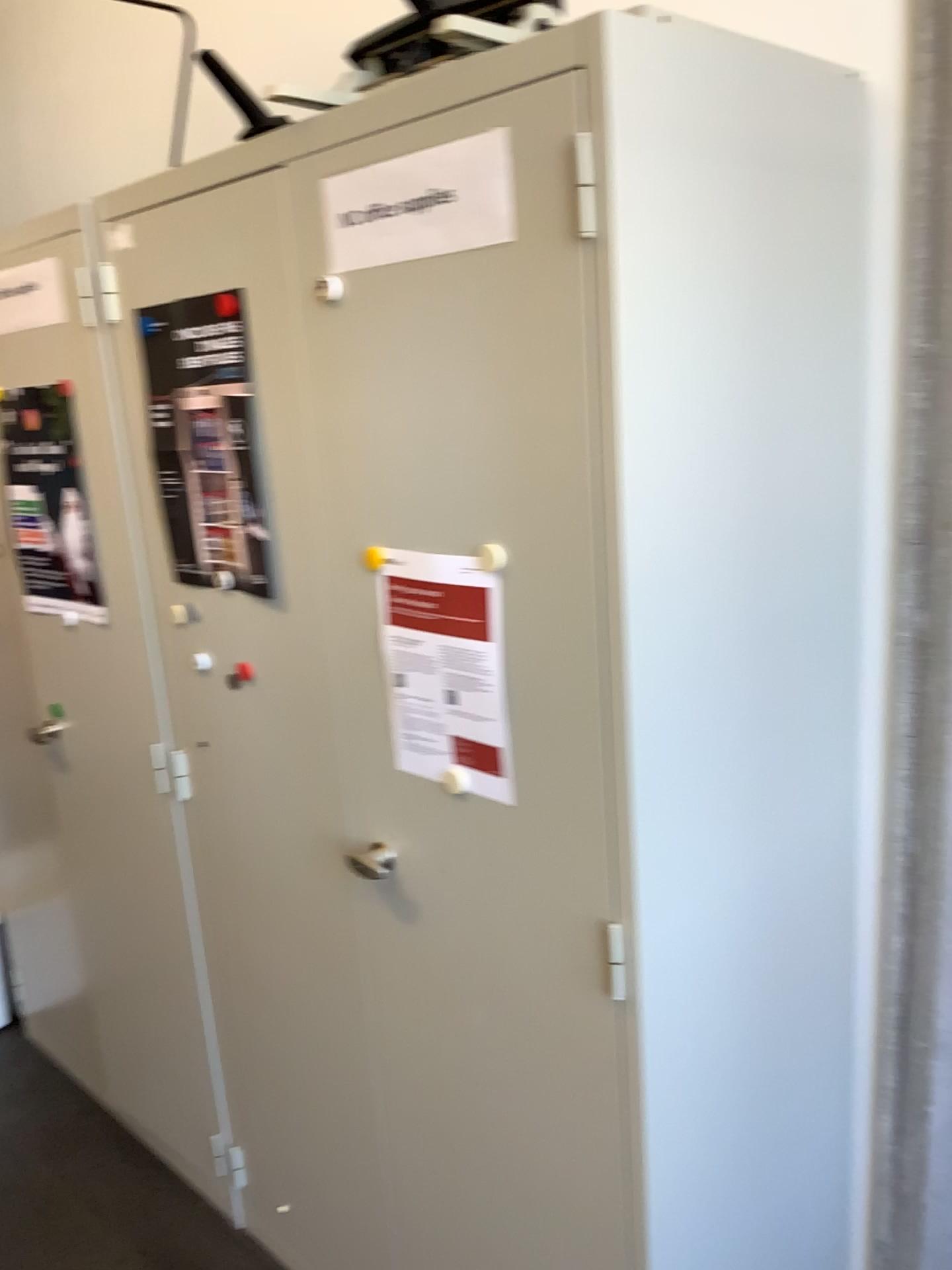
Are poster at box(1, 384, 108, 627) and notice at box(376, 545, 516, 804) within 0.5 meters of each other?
no

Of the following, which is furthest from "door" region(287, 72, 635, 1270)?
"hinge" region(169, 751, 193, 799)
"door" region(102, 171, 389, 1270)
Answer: "hinge" region(169, 751, 193, 799)

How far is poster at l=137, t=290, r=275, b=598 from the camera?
1.5m

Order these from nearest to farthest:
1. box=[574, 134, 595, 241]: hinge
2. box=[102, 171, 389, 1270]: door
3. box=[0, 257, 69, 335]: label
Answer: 1. box=[574, 134, 595, 241]: hinge
2. box=[102, 171, 389, 1270]: door
3. box=[0, 257, 69, 335]: label

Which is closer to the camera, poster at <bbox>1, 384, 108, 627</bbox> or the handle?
the handle

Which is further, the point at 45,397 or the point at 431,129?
the point at 45,397

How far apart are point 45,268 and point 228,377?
0.6m

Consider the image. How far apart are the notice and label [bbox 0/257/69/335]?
0.95m

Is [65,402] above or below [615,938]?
above

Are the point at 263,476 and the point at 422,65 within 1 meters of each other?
yes
